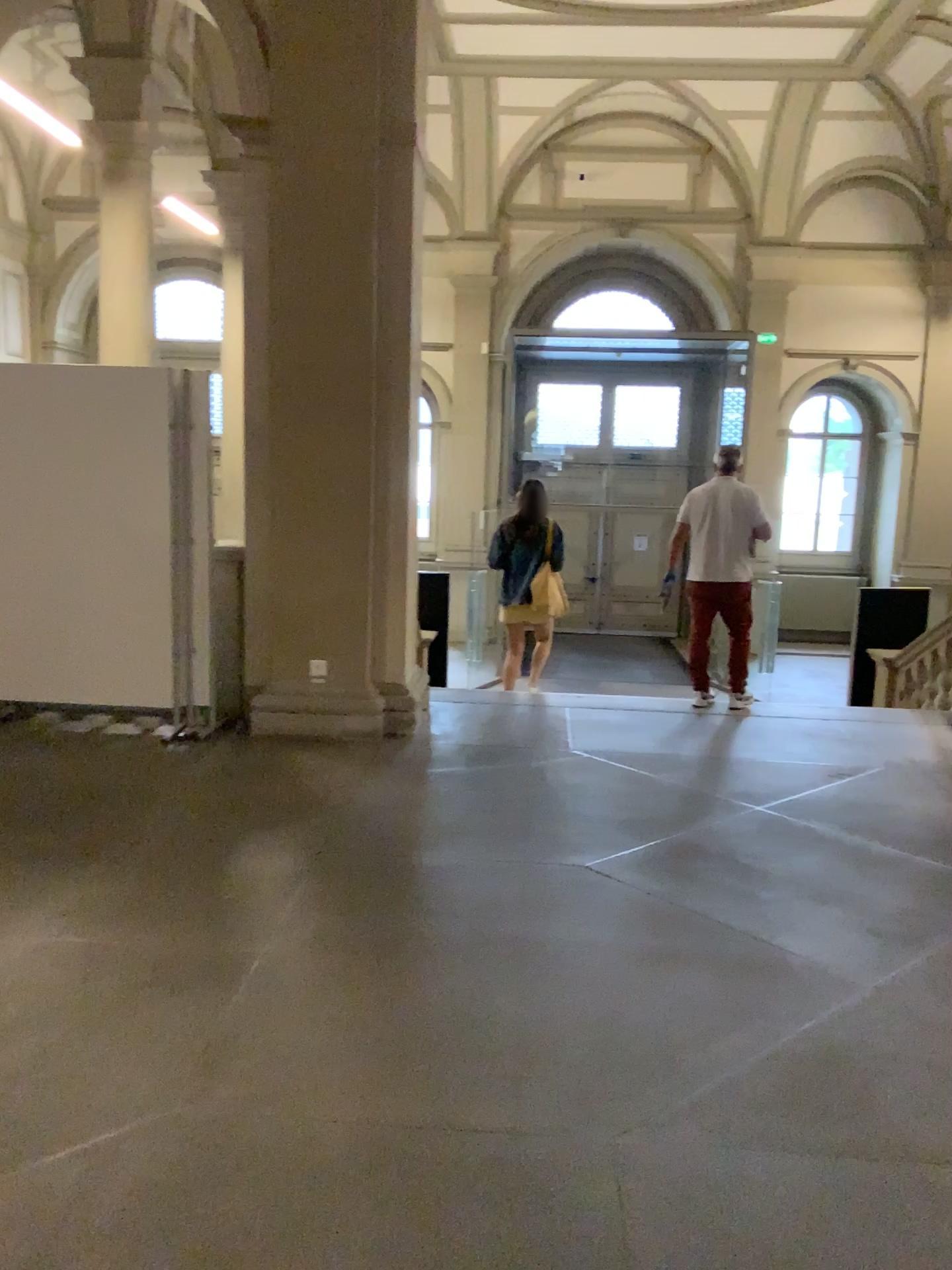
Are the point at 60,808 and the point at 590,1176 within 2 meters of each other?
no
